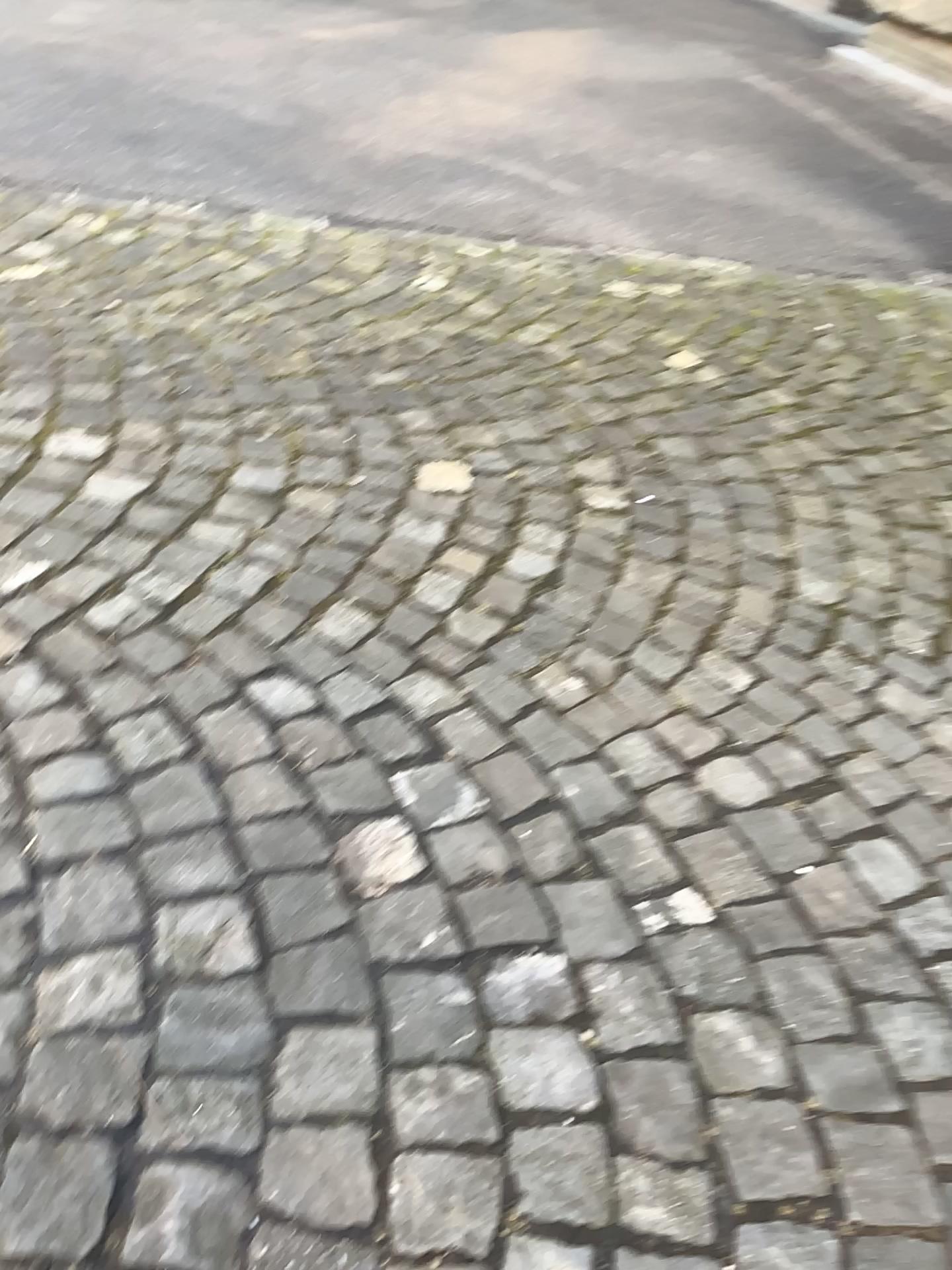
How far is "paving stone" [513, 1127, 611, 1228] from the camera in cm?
98

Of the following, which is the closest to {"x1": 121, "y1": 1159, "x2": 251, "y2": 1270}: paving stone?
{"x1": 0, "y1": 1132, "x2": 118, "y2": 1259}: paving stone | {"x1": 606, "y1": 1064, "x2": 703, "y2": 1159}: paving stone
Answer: {"x1": 0, "y1": 1132, "x2": 118, "y2": 1259}: paving stone

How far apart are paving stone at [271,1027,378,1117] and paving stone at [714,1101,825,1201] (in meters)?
0.34

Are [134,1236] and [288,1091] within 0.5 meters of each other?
yes

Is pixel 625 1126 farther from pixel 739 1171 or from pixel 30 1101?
pixel 30 1101

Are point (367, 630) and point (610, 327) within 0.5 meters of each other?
no

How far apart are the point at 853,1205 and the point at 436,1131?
0.40m

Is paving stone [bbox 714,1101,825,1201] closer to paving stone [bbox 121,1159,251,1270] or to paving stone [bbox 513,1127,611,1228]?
paving stone [bbox 513,1127,611,1228]

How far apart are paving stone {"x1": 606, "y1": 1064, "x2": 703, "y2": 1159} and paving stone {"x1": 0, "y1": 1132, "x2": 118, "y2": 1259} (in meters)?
0.46

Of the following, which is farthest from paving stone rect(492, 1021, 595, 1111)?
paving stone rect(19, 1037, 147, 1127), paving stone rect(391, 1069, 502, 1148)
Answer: paving stone rect(19, 1037, 147, 1127)
